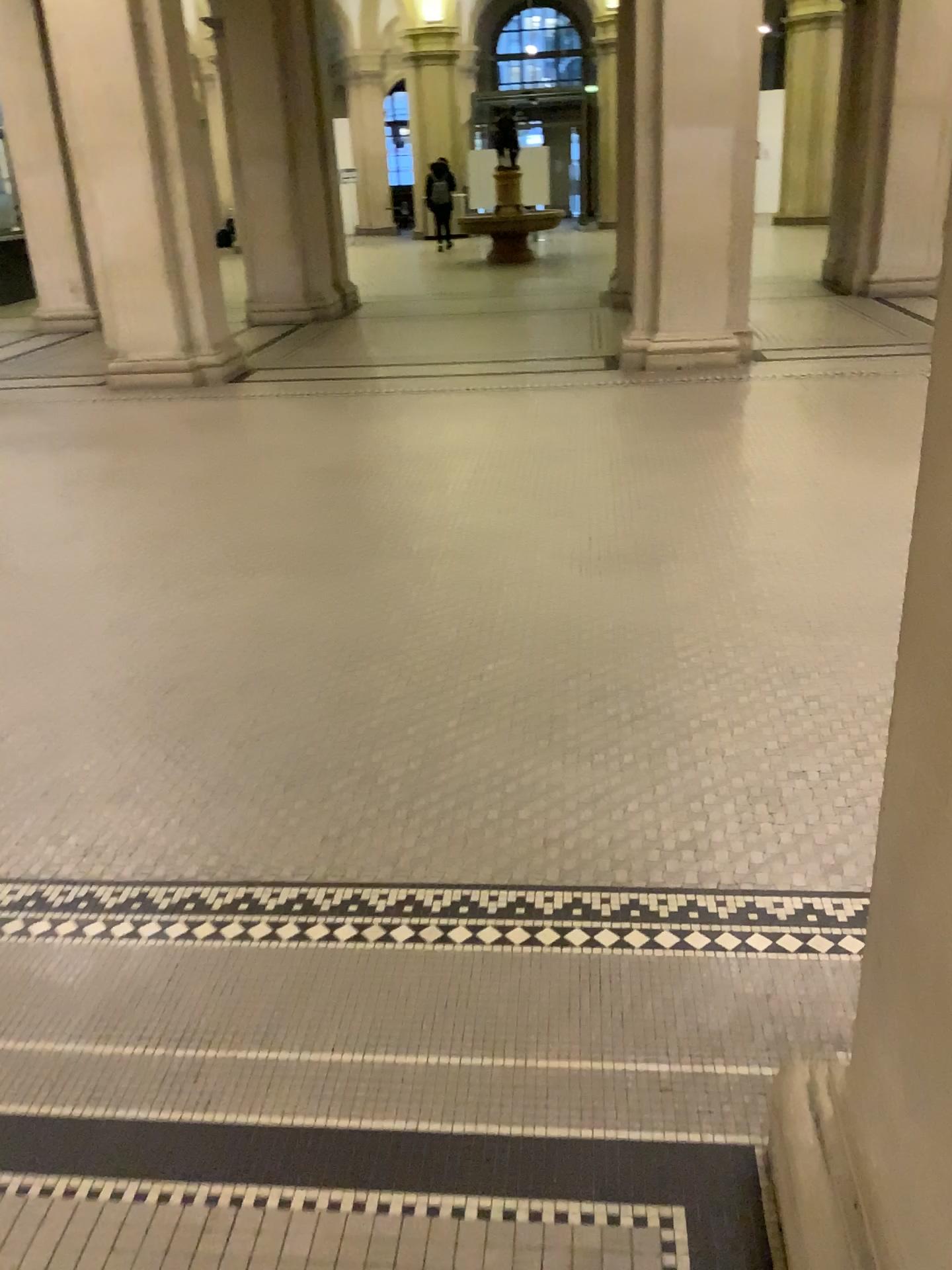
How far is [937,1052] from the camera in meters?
1.2

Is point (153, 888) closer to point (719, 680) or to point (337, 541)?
point (719, 680)

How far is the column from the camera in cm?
120
